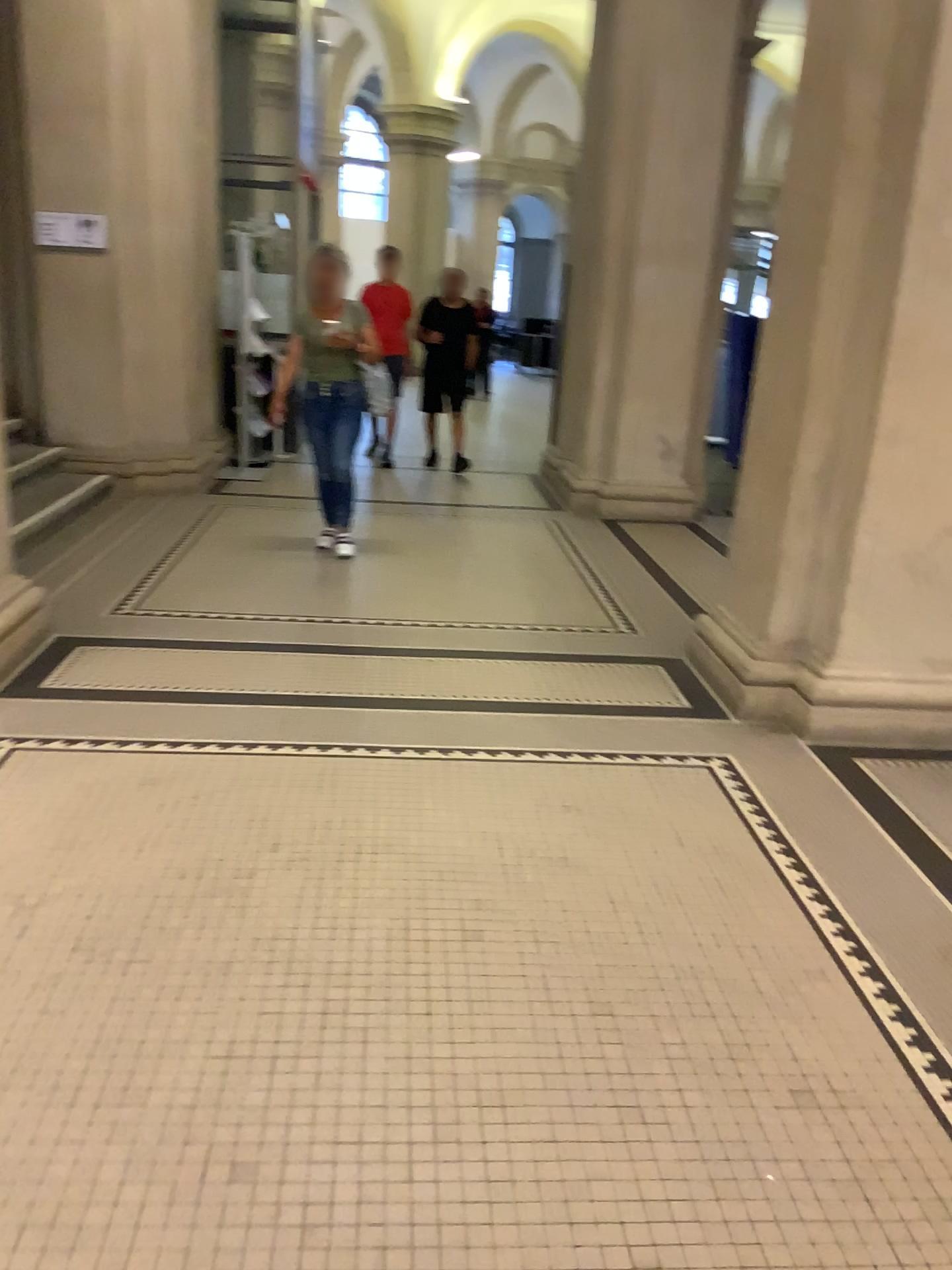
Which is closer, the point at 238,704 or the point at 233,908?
the point at 233,908
